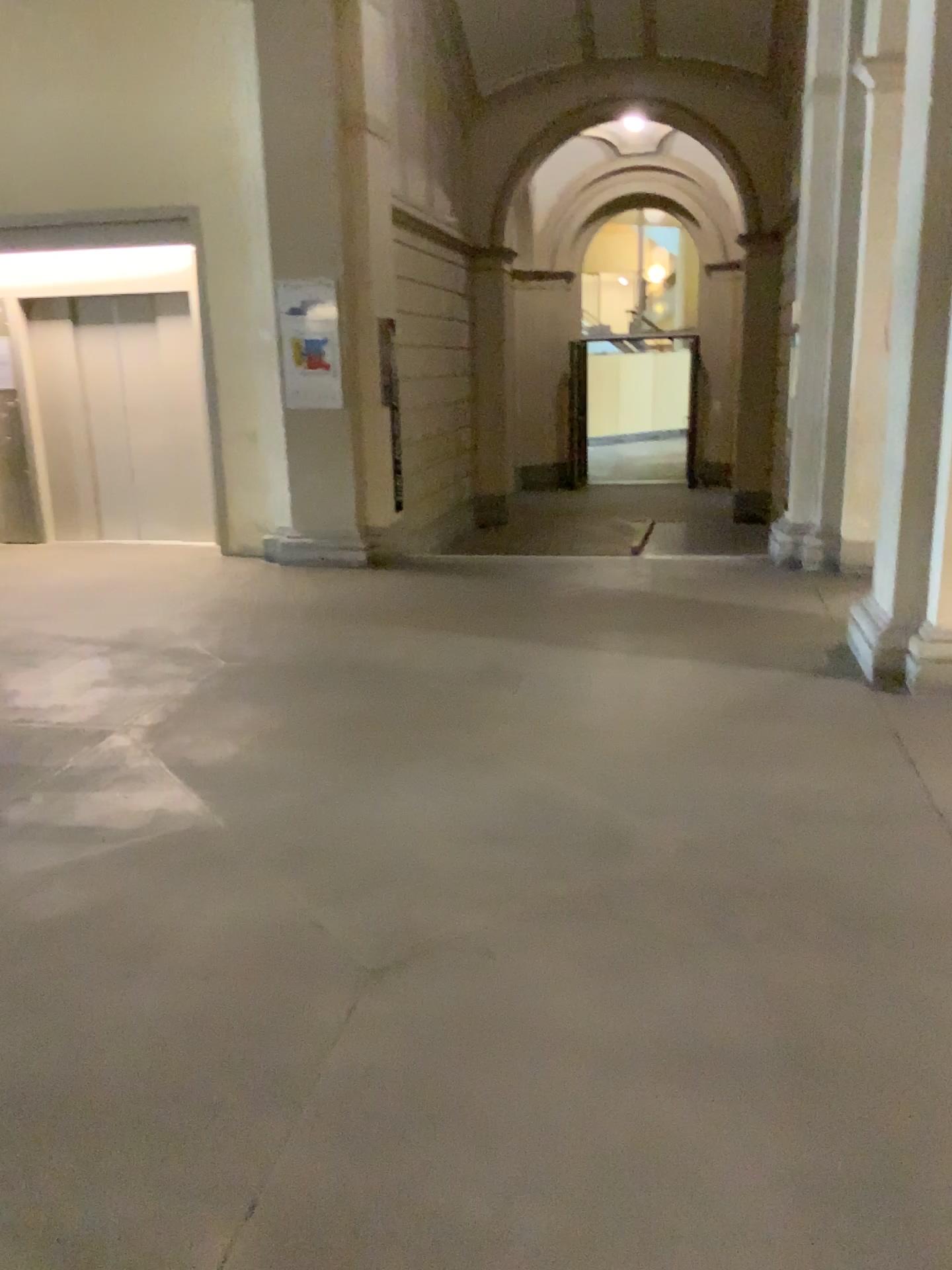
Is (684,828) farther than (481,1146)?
Yes
